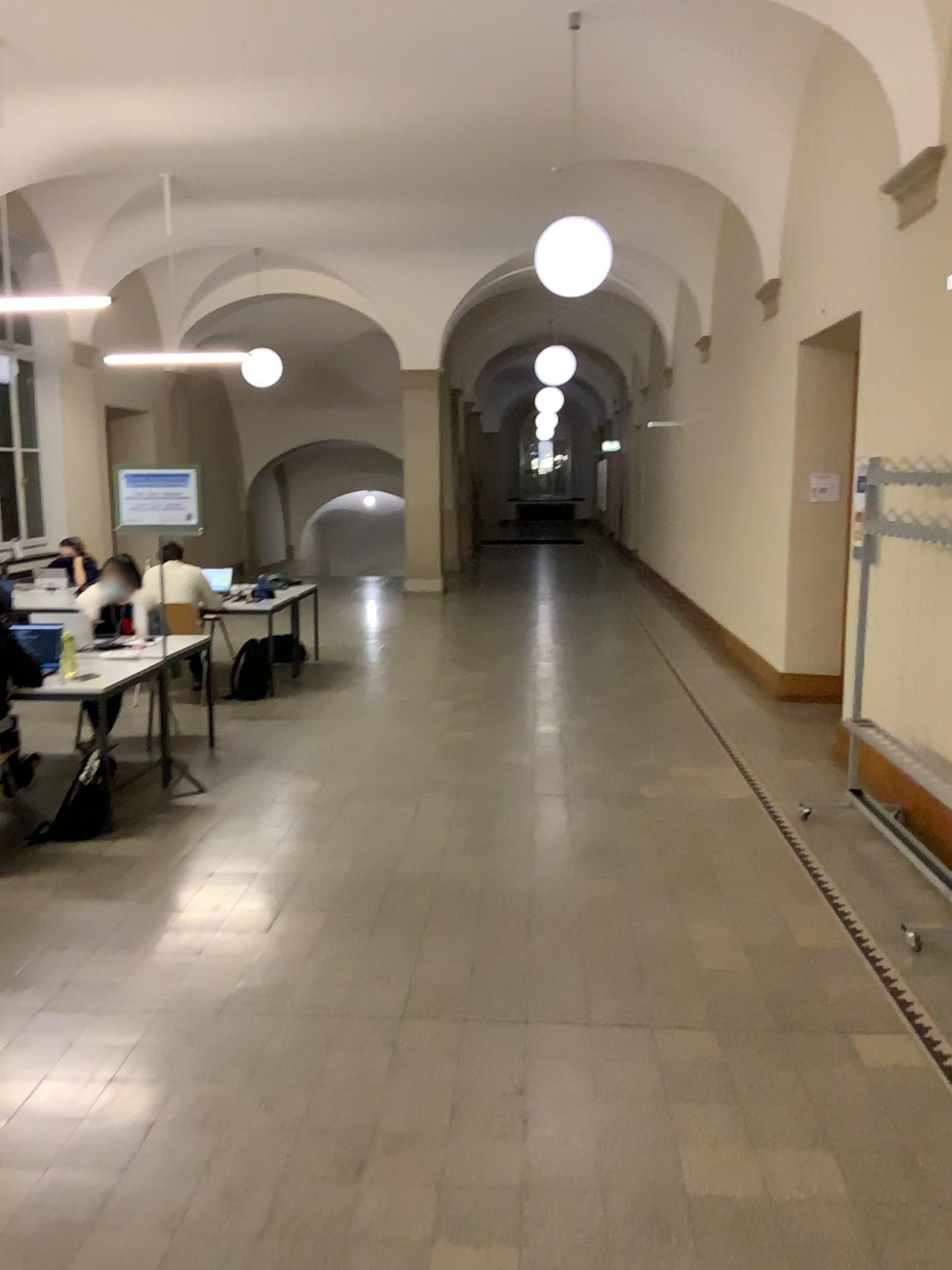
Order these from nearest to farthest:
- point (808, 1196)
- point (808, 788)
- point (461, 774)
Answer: point (808, 1196)
point (808, 788)
point (461, 774)
